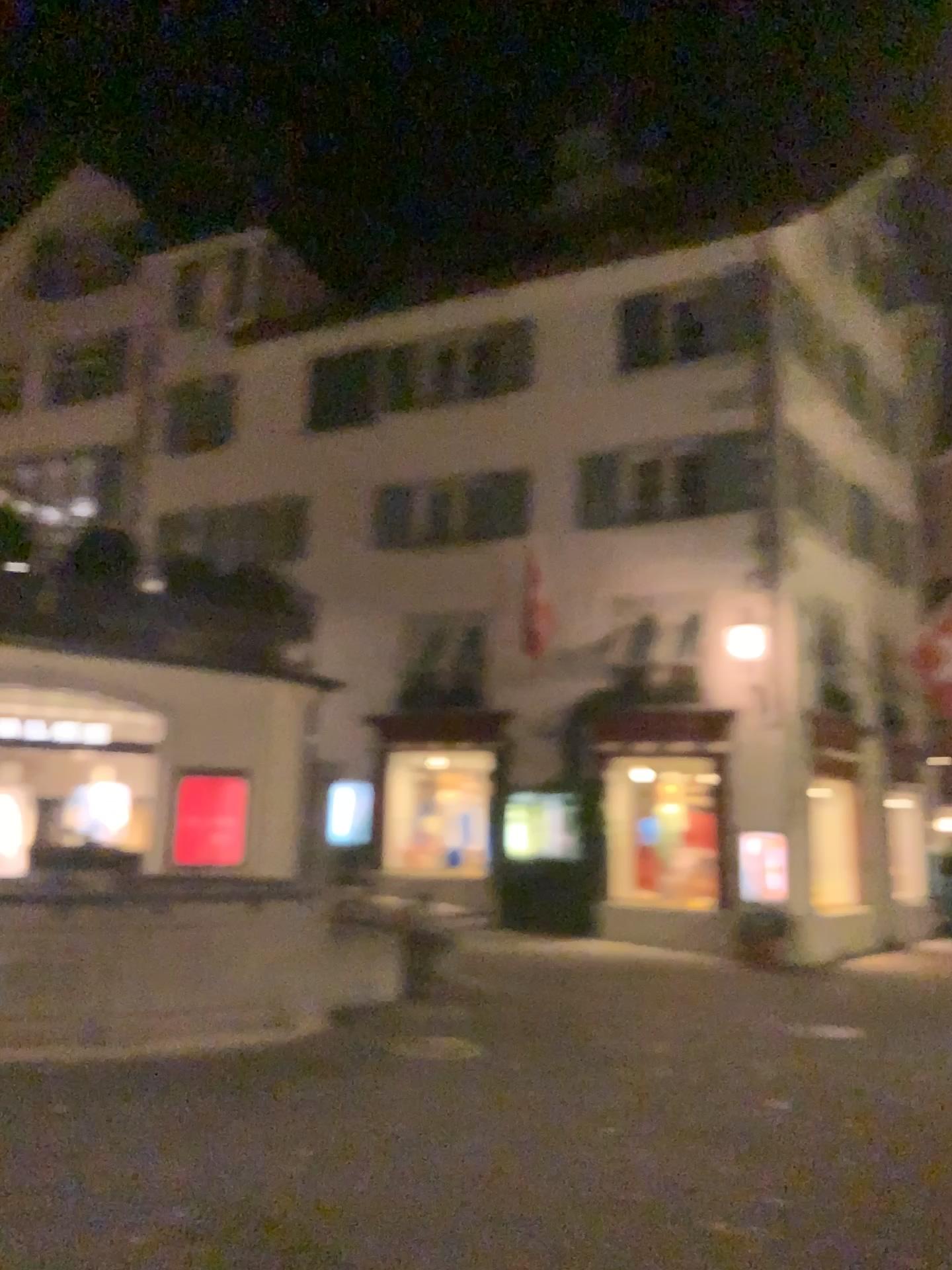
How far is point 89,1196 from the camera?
4.51m
